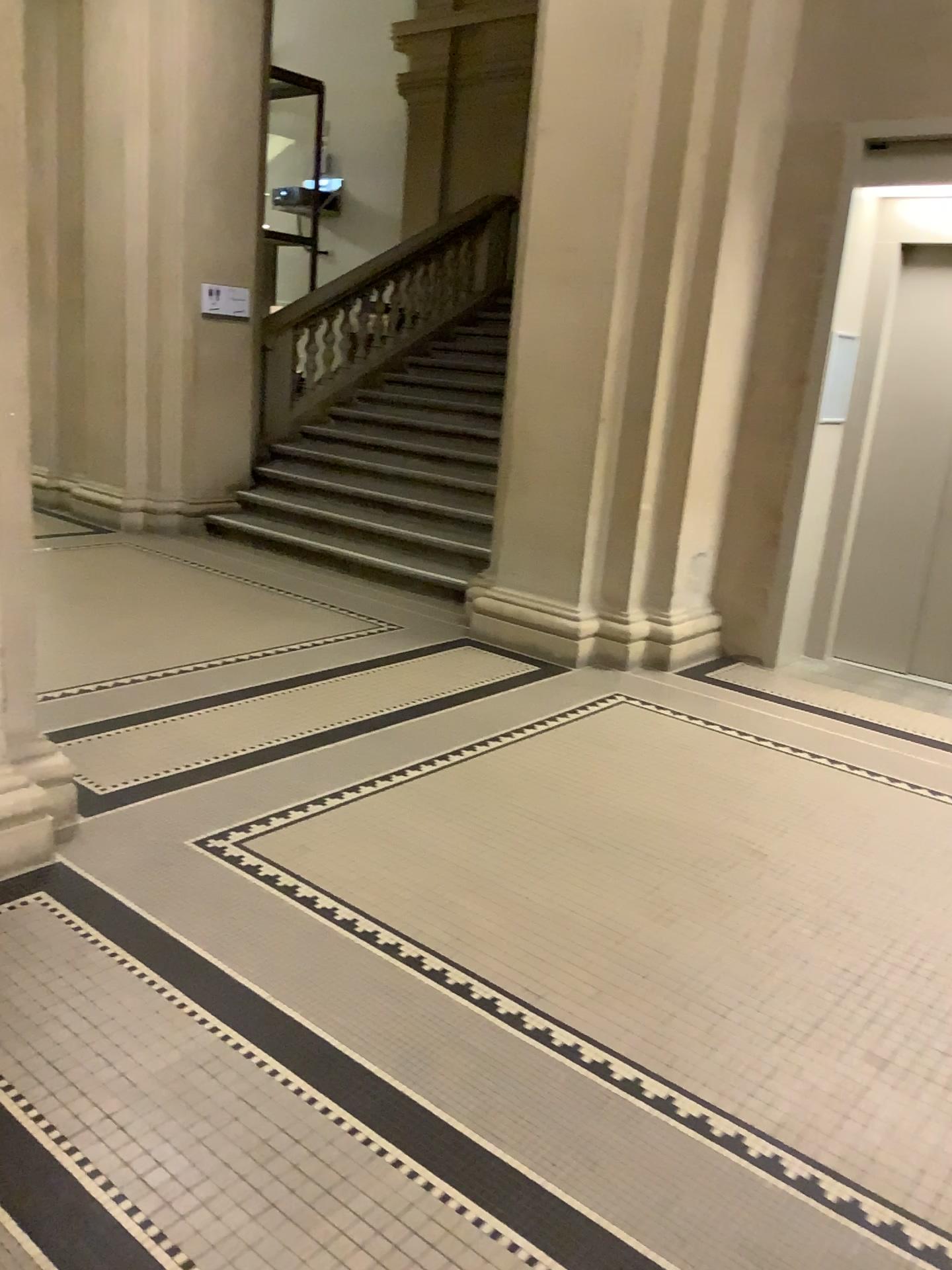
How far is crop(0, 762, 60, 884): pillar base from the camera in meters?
2.9 m

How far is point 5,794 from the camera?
2.9m

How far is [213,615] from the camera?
5.4 meters
